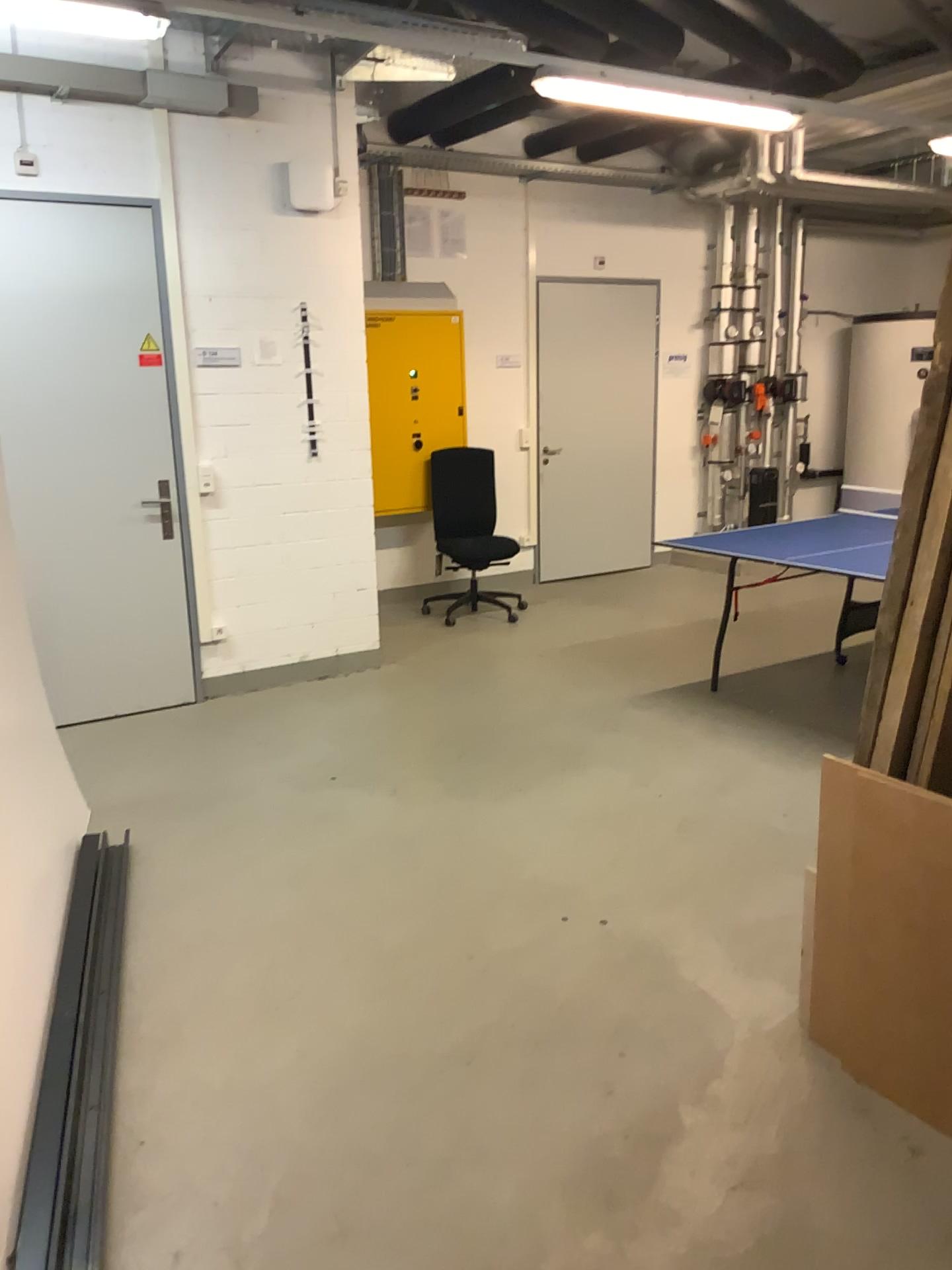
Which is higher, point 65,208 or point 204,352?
point 65,208

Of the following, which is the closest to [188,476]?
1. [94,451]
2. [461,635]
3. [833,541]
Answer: [94,451]

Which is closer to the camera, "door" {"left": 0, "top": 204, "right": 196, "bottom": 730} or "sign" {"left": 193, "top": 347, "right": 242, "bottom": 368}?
"door" {"left": 0, "top": 204, "right": 196, "bottom": 730}

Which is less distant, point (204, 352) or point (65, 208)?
point (65, 208)
